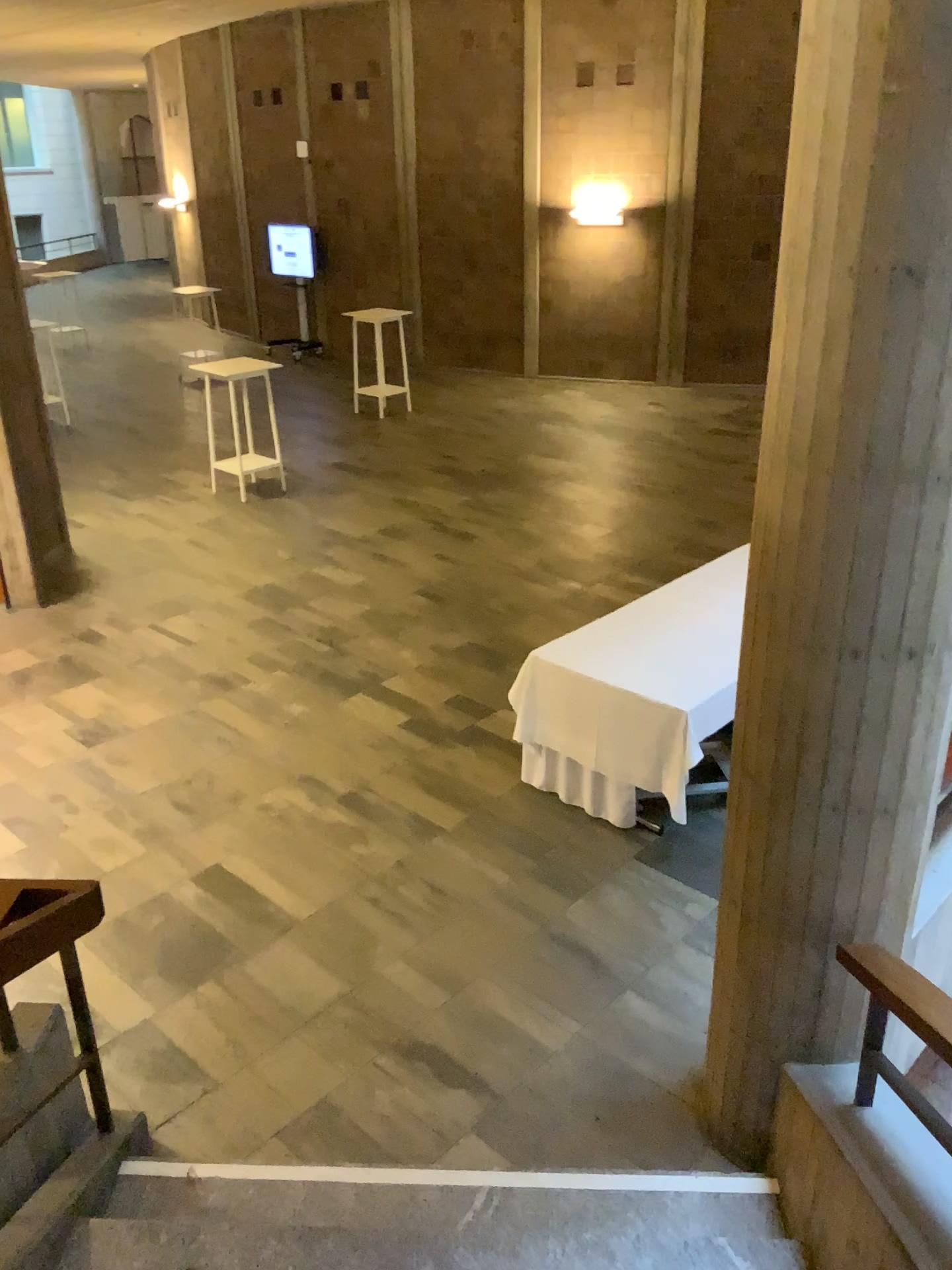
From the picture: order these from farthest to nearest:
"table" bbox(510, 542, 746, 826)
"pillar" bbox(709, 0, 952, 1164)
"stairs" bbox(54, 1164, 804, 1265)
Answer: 1. "table" bbox(510, 542, 746, 826)
2. "stairs" bbox(54, 1164, 804, 1265)
3. "pillar" bbox(709, 0, 952, 1164)

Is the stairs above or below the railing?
below

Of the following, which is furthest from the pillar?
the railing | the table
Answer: the table

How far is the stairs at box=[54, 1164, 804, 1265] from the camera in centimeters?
278cm

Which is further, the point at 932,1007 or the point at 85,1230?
the point at 85,1230

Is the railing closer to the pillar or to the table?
the pillar

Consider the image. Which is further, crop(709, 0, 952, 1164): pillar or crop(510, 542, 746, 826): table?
crop(510, 542, 746, 826): table

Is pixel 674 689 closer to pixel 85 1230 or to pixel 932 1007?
pixel 932 1007

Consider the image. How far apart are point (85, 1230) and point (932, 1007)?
2.2m

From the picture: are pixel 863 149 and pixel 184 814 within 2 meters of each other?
no
